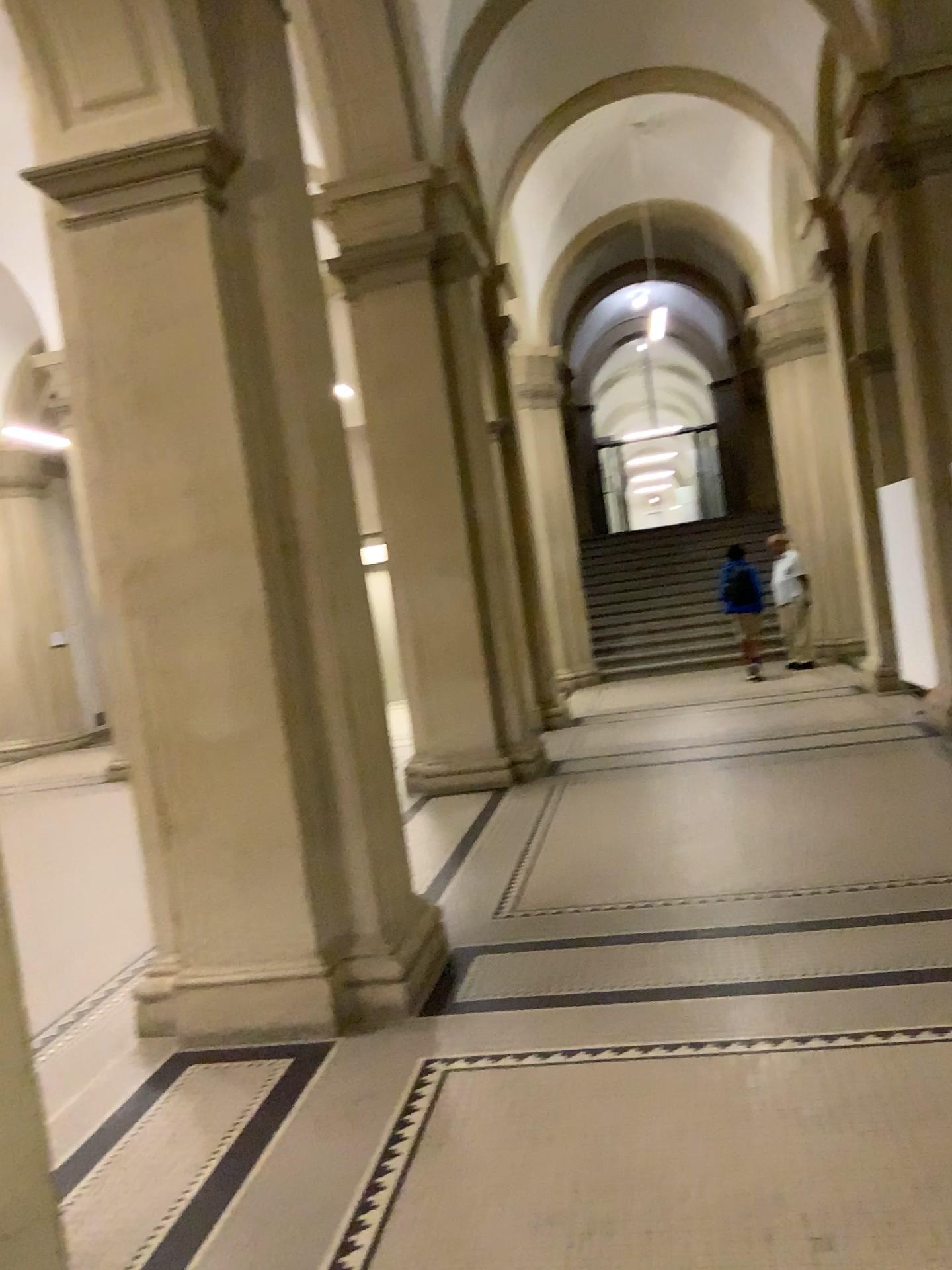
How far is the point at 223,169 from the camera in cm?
377

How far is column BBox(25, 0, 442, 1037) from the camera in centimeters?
377cm

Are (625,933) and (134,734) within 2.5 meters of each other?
yes
